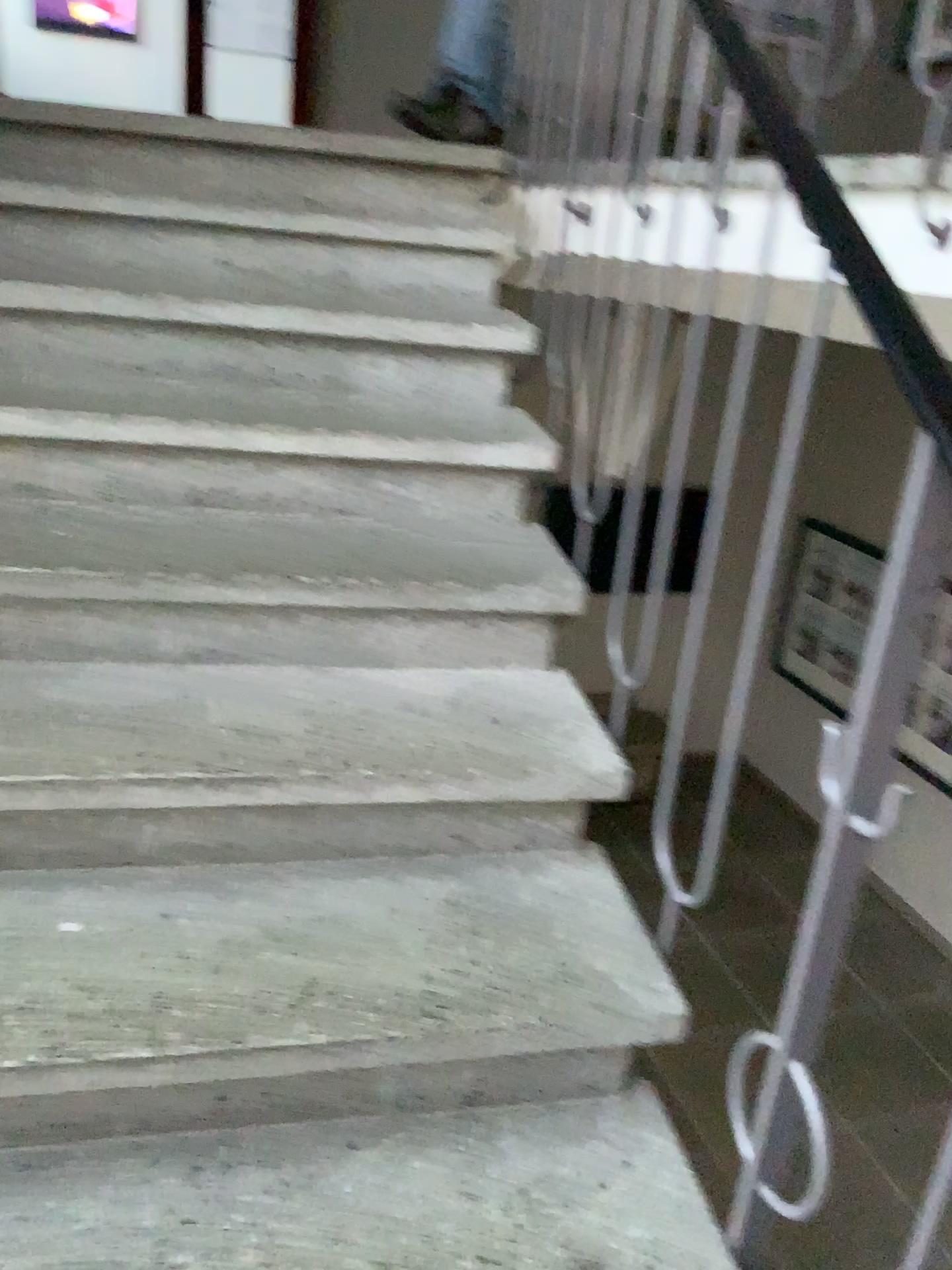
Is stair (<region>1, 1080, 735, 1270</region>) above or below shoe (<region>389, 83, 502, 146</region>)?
below

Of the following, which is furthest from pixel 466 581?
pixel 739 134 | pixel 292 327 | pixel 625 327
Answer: pixel 625 327

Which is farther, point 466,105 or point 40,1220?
point 466,105

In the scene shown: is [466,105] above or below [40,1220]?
above

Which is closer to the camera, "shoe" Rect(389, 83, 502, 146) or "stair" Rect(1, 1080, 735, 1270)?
"stair" Rect(1, 1080, 735, 1270)
